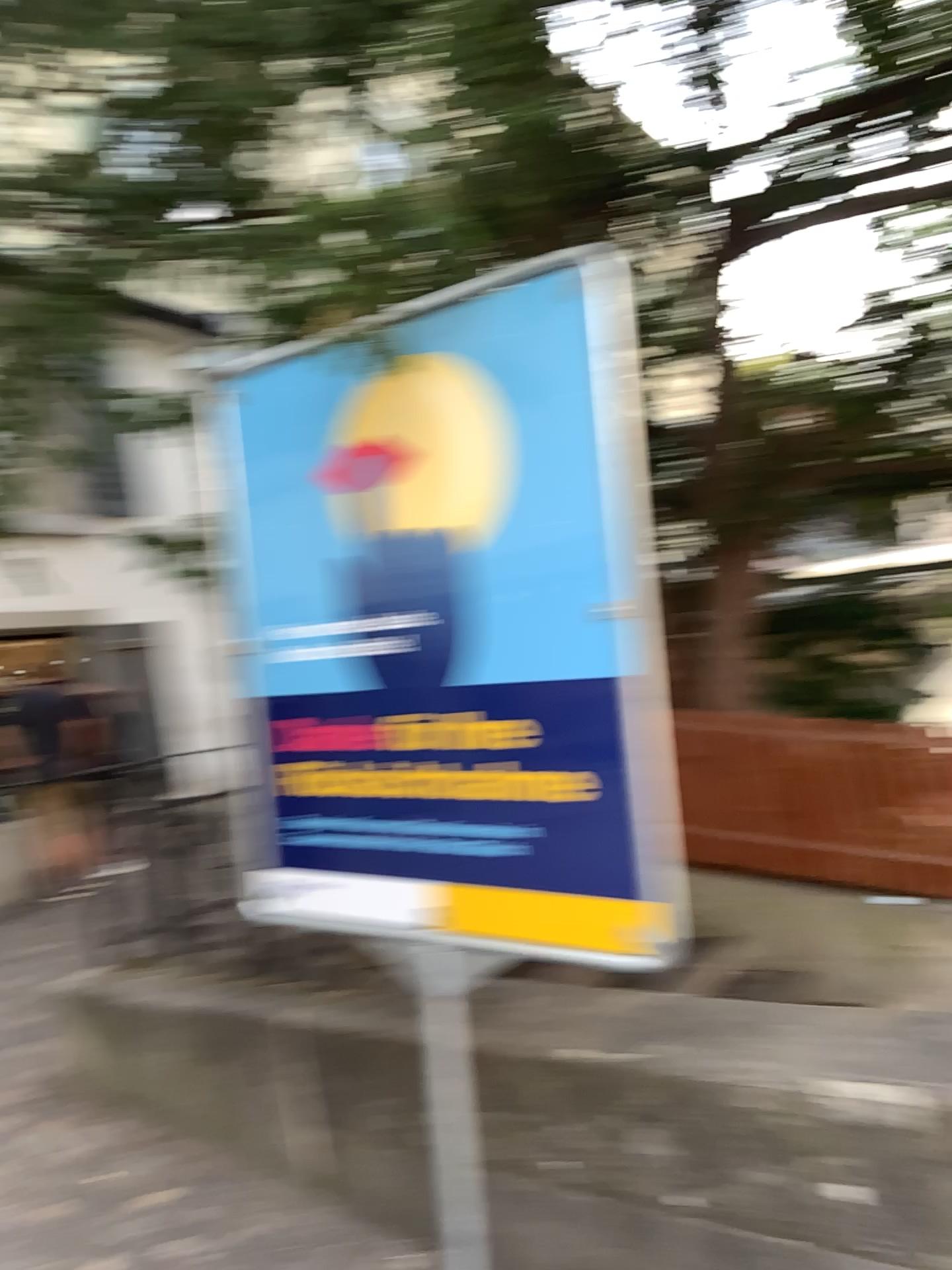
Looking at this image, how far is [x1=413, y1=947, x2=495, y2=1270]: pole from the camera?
2.78m

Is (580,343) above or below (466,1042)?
above

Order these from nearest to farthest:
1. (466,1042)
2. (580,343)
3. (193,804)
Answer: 1. (580,343)
2. (466,1042)
3. (193,804)

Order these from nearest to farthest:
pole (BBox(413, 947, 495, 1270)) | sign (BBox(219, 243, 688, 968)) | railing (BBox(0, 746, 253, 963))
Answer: sign (BBox(219, 243, 688, 968))
pole (BBox(413, 947, 495, 1270))
railing (BBox(0, 746, 253, 963))

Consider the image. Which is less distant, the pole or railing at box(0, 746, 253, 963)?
the pole

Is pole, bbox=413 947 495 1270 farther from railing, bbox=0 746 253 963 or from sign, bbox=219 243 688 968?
railing, bbox=0 746 253 963

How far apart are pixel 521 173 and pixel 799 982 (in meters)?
1.95

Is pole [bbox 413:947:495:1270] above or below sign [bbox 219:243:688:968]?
below

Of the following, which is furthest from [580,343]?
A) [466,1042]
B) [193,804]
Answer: [193,804]

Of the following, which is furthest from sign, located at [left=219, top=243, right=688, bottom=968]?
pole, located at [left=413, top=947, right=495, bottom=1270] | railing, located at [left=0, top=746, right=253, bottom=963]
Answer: railing, located at [left=0, top=746, right=253, bottom=963]
